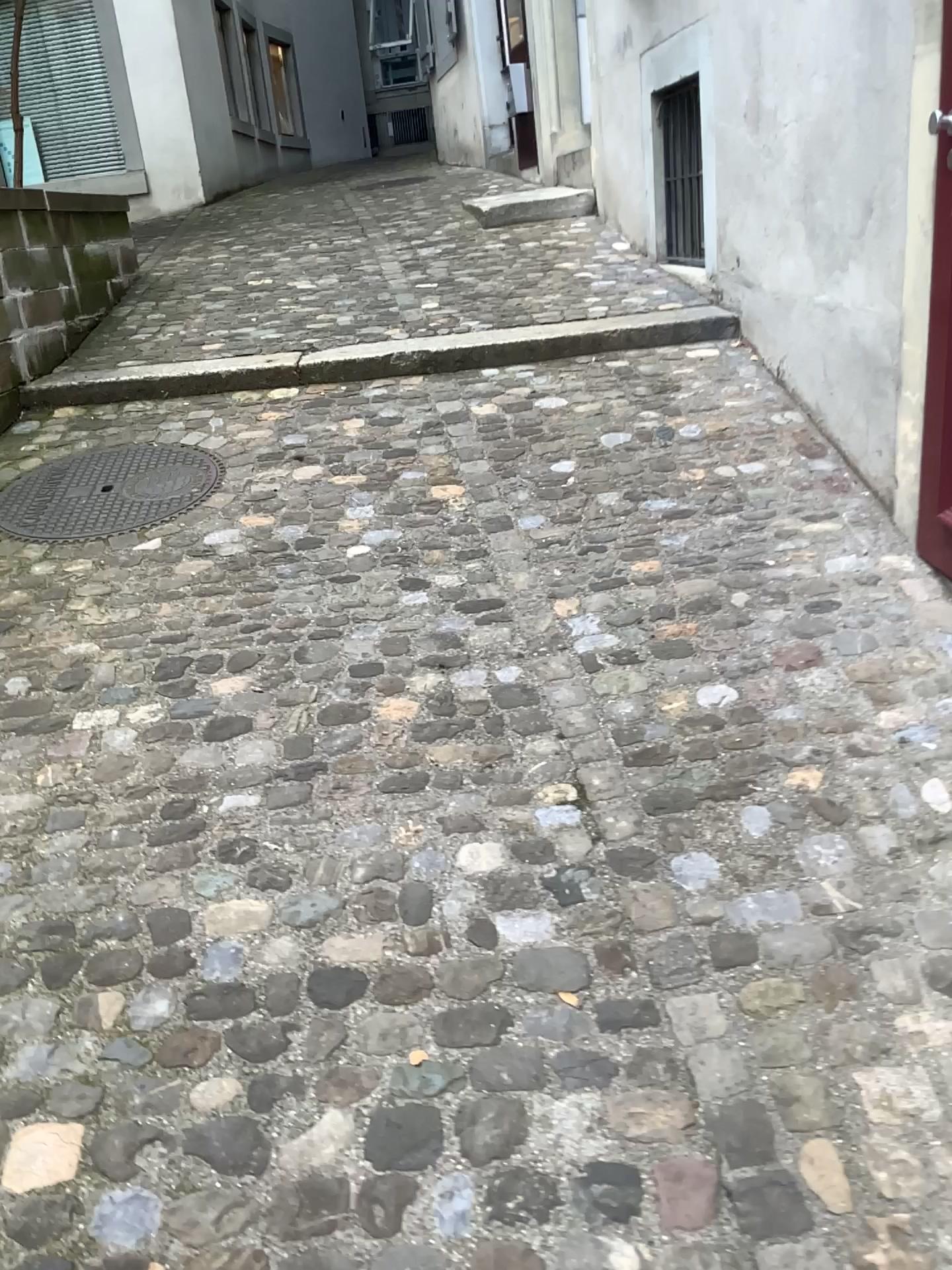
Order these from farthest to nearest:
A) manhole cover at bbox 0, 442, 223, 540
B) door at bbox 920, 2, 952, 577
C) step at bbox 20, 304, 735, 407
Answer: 1. step at bbox 20, 304, 735, 407
2. manhole cover at bbox 0, 442, 223, 540
3. door at bbox 920, 2, 952, 577

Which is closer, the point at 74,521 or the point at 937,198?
the point at 937,198

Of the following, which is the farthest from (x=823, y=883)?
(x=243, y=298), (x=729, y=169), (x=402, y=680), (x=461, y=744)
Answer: (x=243, y=298)

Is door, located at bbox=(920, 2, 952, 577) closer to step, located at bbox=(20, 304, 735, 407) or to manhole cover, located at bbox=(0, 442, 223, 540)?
step, located at bbox=(20, 304, 735, 407)

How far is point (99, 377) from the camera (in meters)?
4.03

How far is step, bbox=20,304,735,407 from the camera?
4.03m

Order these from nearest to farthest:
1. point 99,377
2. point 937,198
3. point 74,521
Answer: point 937,198 < point 74,521 < point 99,377

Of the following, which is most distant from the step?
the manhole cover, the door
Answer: the door

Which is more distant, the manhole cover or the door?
the manhole cover
